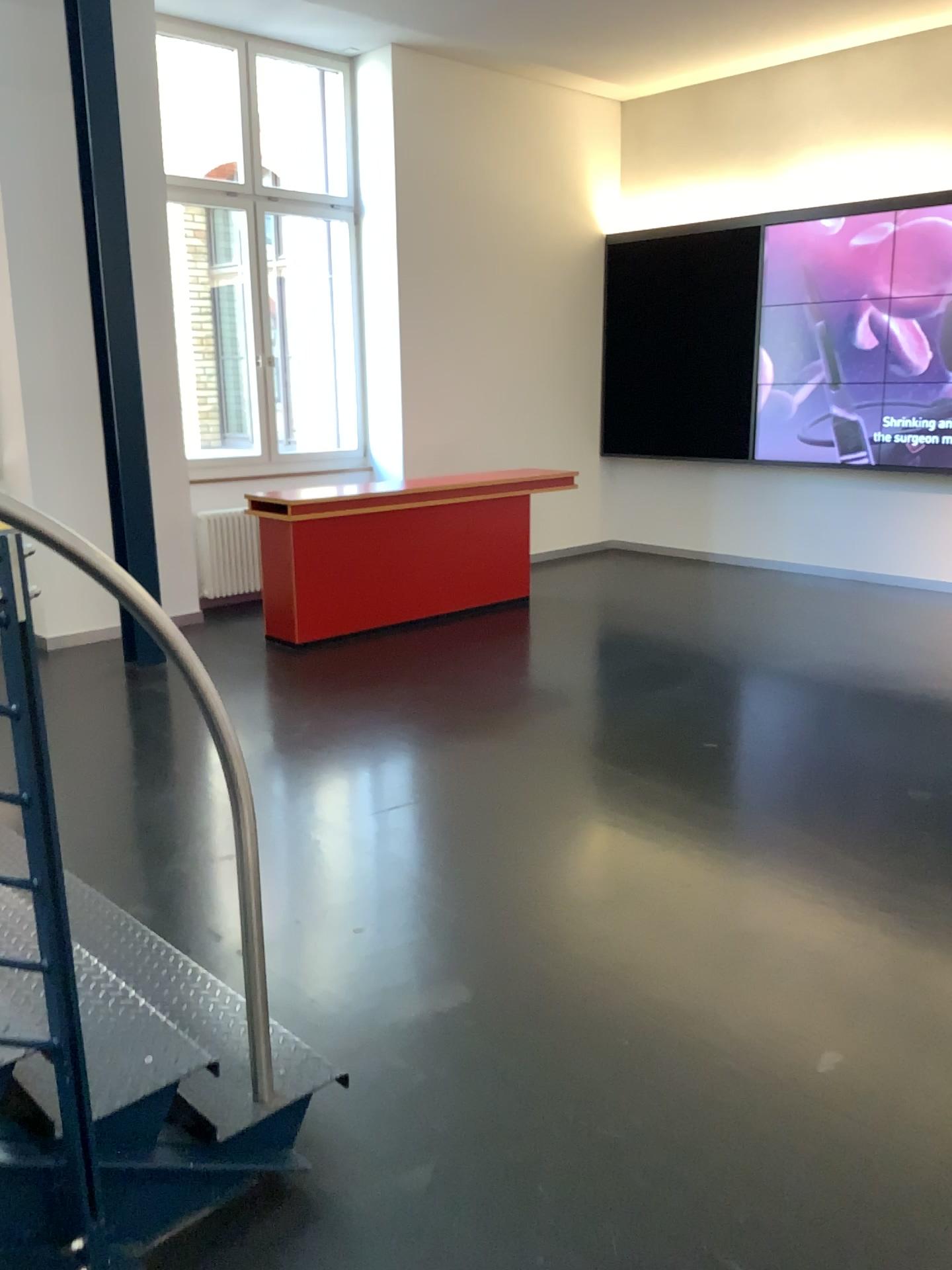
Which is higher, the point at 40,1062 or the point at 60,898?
the point at 60,898

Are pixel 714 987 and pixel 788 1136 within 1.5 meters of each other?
yes
